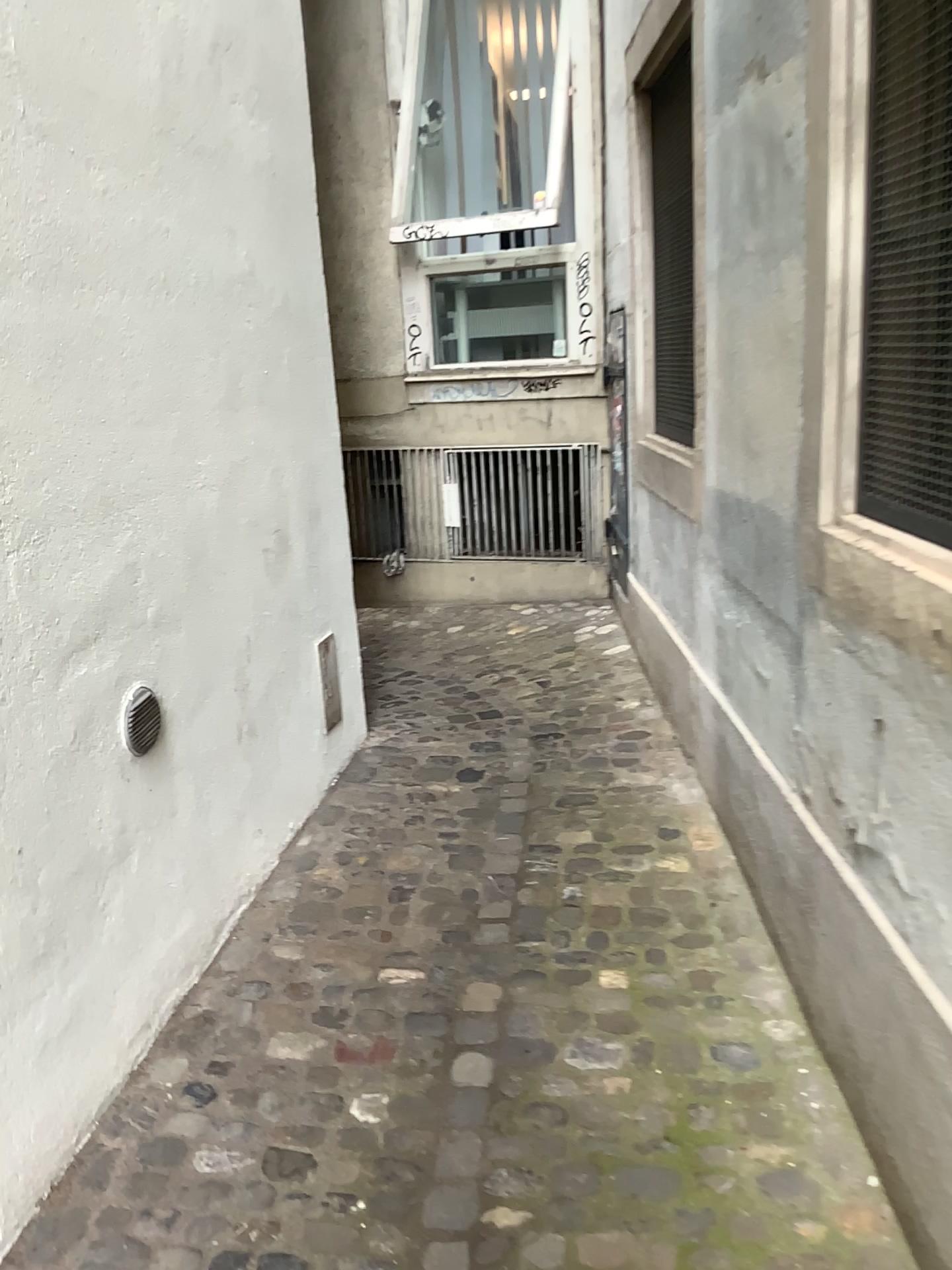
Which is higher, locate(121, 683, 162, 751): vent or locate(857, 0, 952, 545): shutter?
locate(857, 0, 952, 545): shutter

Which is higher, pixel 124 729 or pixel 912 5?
pixel 912 5

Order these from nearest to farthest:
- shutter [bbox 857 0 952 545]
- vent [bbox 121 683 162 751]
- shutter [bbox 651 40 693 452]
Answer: shutter [bbox 857 0 952 545], vent [bbox 121 683 162 751], shutter [bbox 651 40 693 452]

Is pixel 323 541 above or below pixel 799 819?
above

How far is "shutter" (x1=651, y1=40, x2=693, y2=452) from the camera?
3.5m

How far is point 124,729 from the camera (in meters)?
2.19

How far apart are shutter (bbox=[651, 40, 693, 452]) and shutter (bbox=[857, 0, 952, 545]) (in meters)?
1.65

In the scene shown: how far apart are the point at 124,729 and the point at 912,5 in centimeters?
194cm

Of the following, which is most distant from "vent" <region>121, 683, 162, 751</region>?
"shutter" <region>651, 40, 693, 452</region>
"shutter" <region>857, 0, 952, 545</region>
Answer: "shutter" <region>651, 40, 693, 452</region>

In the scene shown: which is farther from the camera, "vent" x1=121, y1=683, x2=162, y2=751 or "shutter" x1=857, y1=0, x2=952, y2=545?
"vent" x1=121, y1=683, x2=162, y2=751
